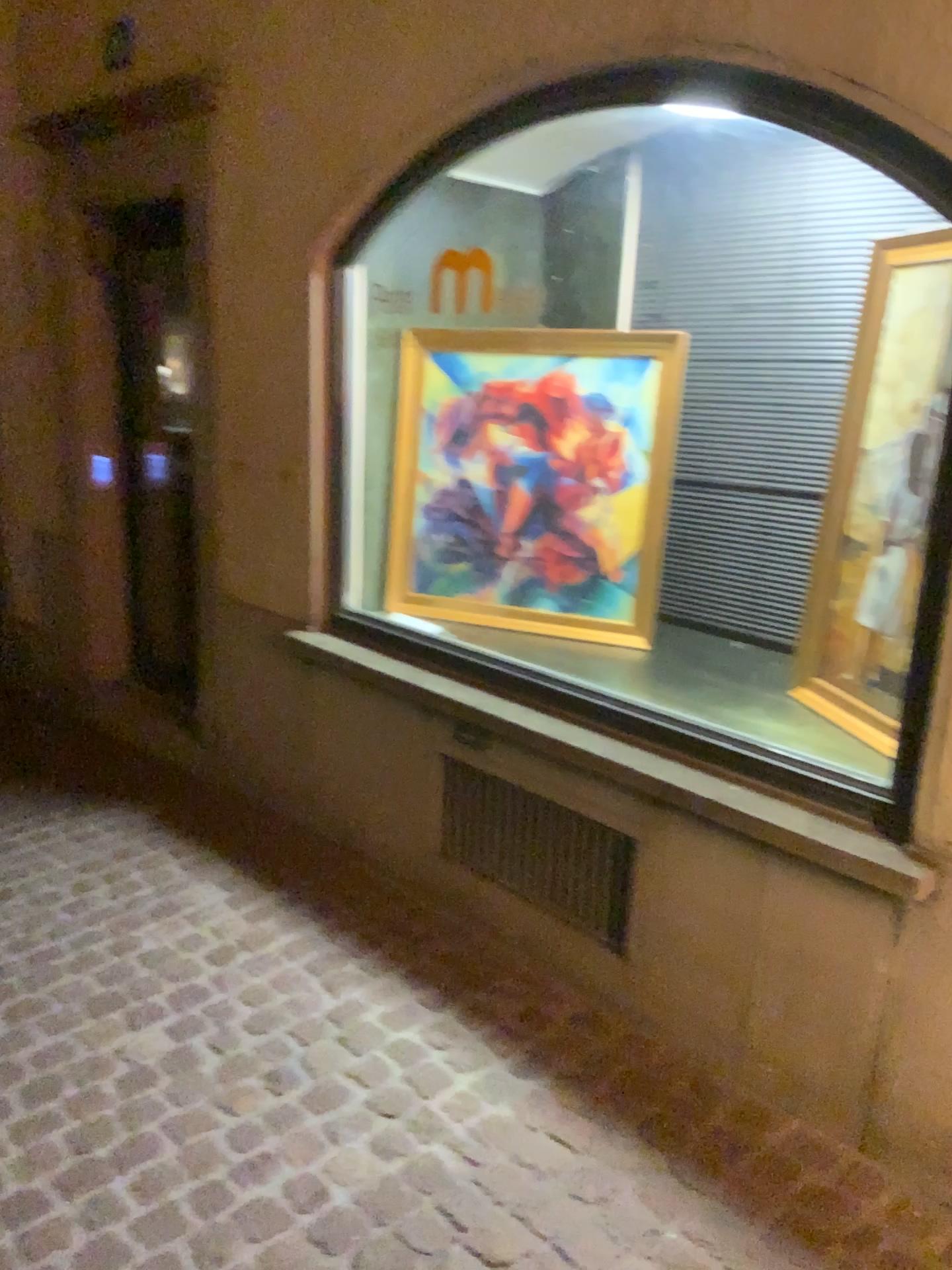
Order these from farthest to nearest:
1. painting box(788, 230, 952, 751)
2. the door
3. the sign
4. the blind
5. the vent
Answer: the door
the sign
the blind
the vent
painting box(788, 230, 952, 751)

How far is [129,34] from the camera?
3.7 meters

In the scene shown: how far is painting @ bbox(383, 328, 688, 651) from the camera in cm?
313

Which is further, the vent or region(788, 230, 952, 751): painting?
the vent

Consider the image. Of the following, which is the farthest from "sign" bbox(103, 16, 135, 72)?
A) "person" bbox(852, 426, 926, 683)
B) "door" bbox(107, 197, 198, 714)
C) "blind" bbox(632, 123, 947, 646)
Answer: "person" bbox(852, 426, 926, 683)

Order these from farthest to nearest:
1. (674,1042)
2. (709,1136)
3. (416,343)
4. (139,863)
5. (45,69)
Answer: (45,69) < (139,863) < (416,343) < (674,1042) < (709,1136)

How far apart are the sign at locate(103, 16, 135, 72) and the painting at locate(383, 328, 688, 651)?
1.6 meters

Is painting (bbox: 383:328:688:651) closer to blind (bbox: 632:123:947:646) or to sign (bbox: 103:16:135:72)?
blind (bbox: 632:123:947:646)

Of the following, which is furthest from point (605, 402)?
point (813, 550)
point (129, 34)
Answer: point (129, 34)

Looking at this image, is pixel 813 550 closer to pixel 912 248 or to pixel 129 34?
pixel 912 248
